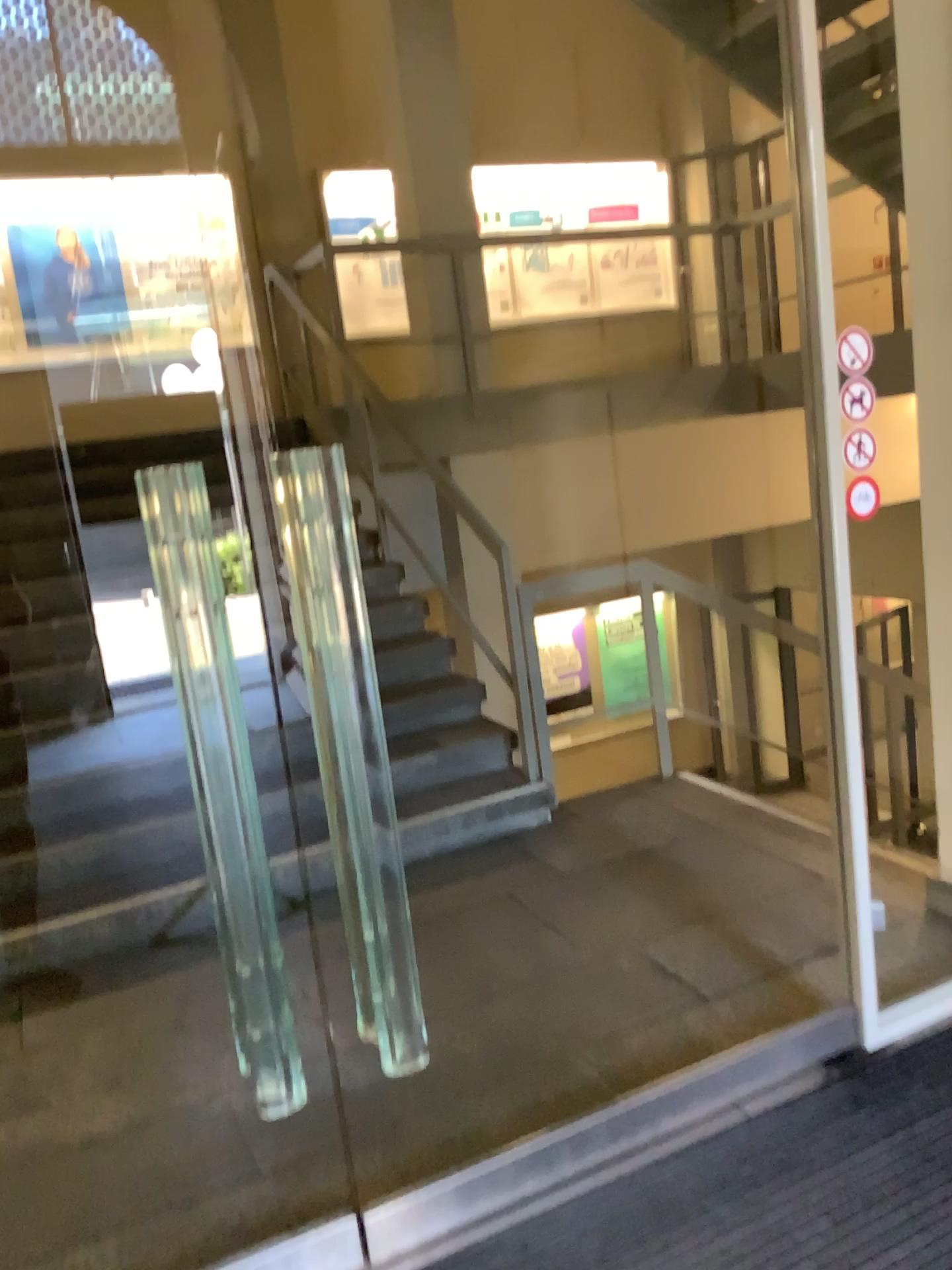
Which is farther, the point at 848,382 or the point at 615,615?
the point at 615,615

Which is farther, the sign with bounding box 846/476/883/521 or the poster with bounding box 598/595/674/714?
the poster with bounding box 598/595/674/714

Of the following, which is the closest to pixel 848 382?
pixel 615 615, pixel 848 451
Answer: pixel 848 451

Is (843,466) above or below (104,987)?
above

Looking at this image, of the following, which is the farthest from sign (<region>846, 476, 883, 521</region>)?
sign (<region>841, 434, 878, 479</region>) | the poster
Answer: the poster

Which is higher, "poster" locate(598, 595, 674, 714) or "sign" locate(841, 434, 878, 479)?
"sign" locate(841, 434, 878, 479)

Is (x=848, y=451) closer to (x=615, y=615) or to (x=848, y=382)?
(x=848, y=382)

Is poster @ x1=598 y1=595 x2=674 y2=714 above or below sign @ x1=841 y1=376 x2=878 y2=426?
below

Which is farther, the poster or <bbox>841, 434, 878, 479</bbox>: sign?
the poster

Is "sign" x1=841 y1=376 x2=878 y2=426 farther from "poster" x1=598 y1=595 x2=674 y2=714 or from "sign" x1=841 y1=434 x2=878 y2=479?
"poster" x1=598 y1=595 x2=674 y2=714
